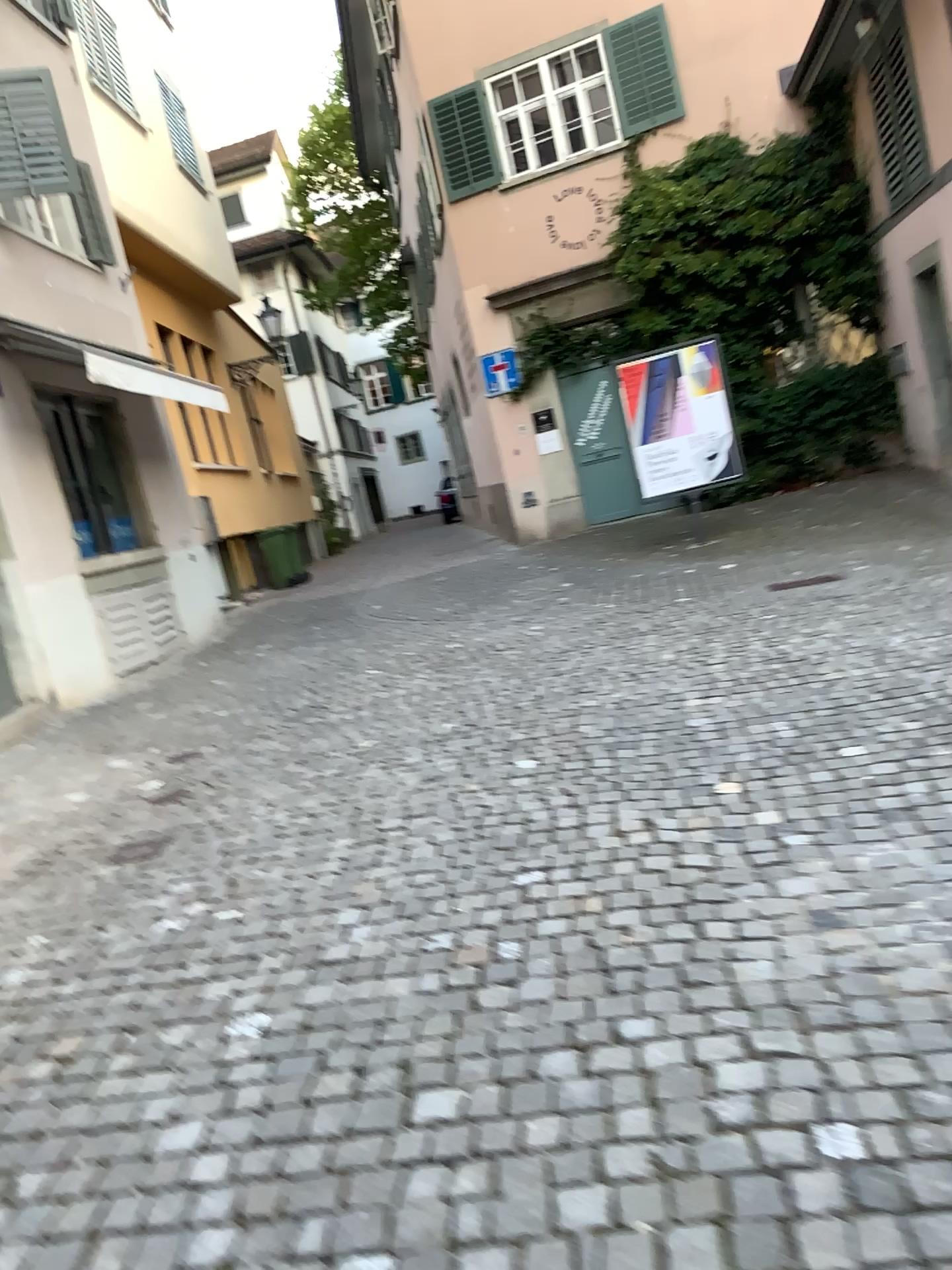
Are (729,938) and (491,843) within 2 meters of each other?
yes
